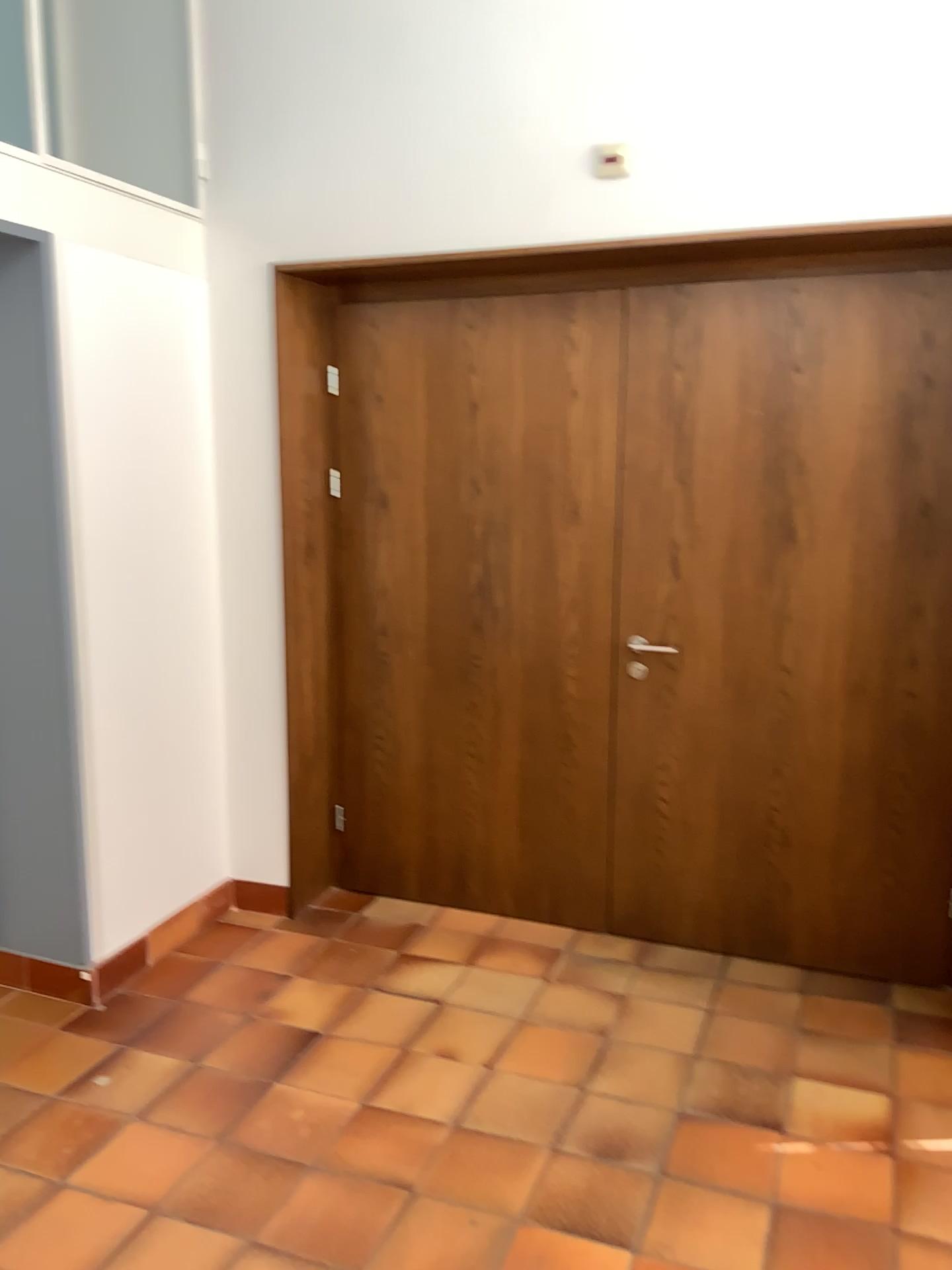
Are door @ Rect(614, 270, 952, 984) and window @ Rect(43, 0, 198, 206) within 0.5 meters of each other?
no

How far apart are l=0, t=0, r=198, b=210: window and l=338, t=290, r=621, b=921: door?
0.60m

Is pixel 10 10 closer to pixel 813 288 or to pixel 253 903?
pixel 813 288

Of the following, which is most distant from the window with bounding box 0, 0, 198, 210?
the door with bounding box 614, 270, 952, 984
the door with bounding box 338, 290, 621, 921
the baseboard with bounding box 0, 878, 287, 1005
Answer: the baseboard with bounding box 0, 878, 287, 1005

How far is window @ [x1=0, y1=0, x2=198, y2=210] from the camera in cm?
338

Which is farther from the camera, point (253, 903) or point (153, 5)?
point (253, 903)

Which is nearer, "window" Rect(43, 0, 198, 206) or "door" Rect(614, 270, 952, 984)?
"door" Rect(614, 270, 952, 984)

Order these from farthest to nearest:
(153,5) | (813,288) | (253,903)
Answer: (253,903) < (153,5) < (813,288)

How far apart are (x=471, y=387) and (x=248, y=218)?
0.9 meters

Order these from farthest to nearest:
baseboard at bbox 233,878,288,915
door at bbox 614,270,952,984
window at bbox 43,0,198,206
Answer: baseboard at bbox 233,878,288,915
window at bbox 43,0,198,206
door at bbox 614,270,952,984
